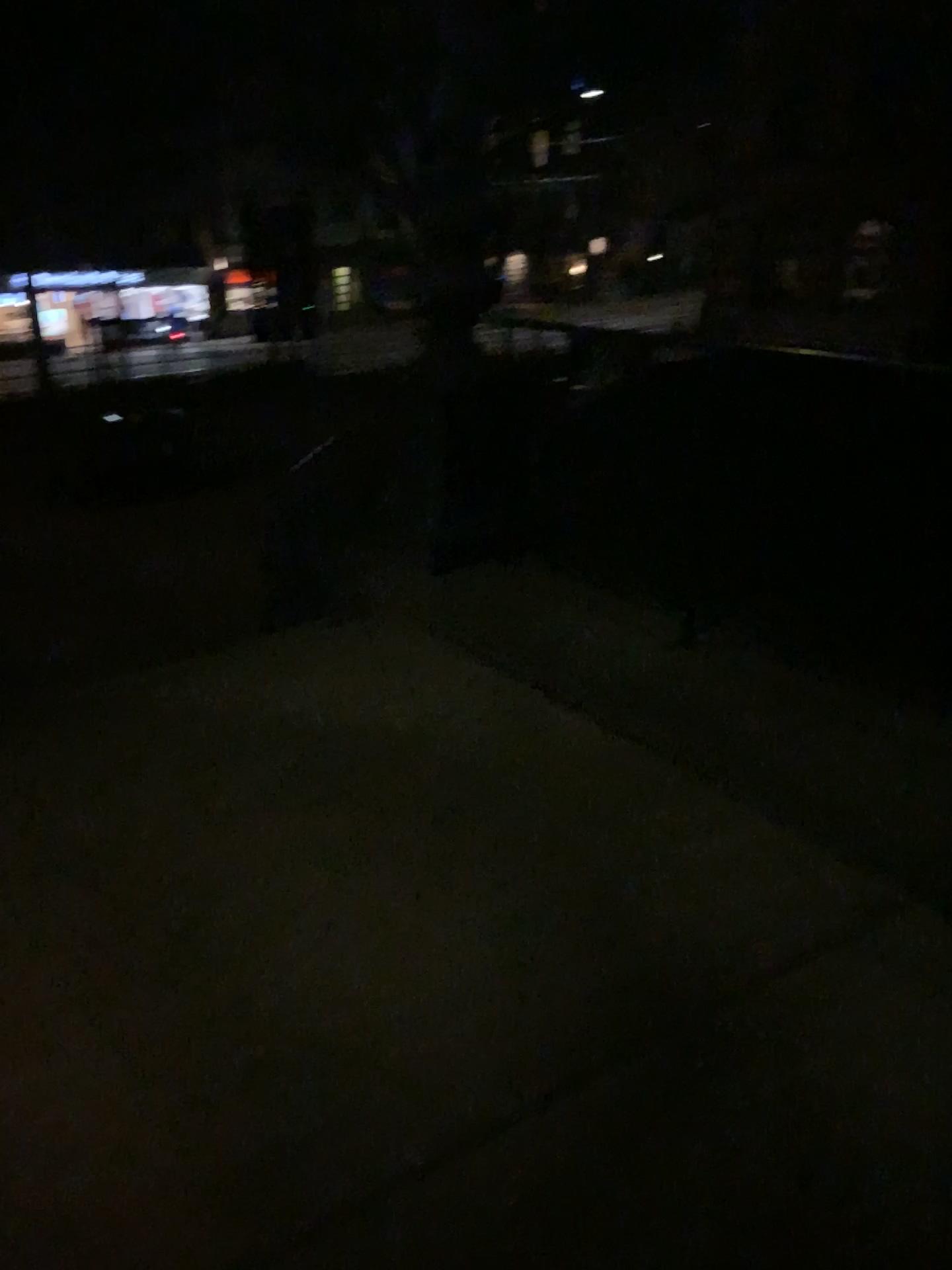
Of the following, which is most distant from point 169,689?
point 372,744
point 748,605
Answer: point 748,605
